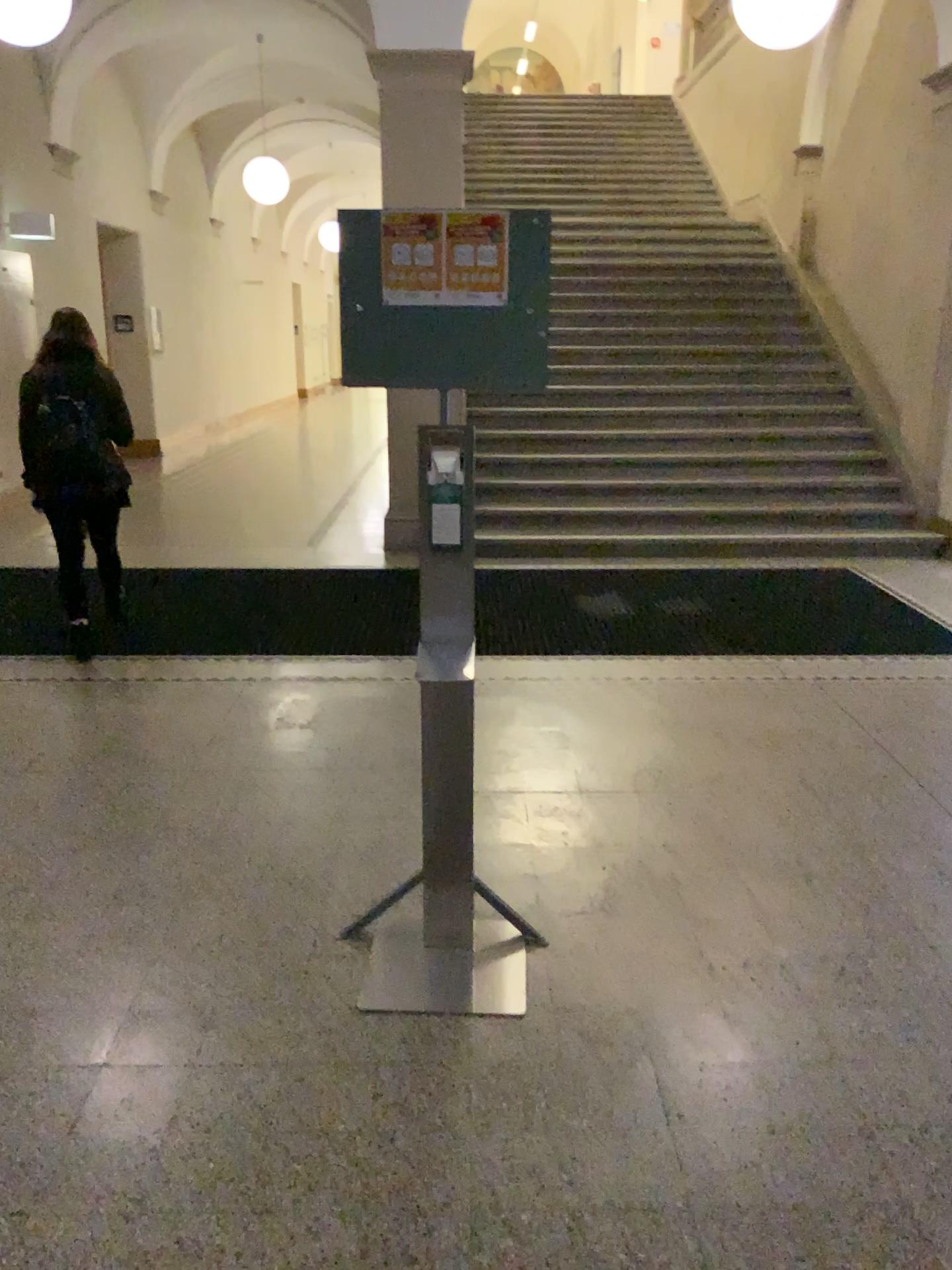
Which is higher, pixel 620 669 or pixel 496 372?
pixel 496 372
